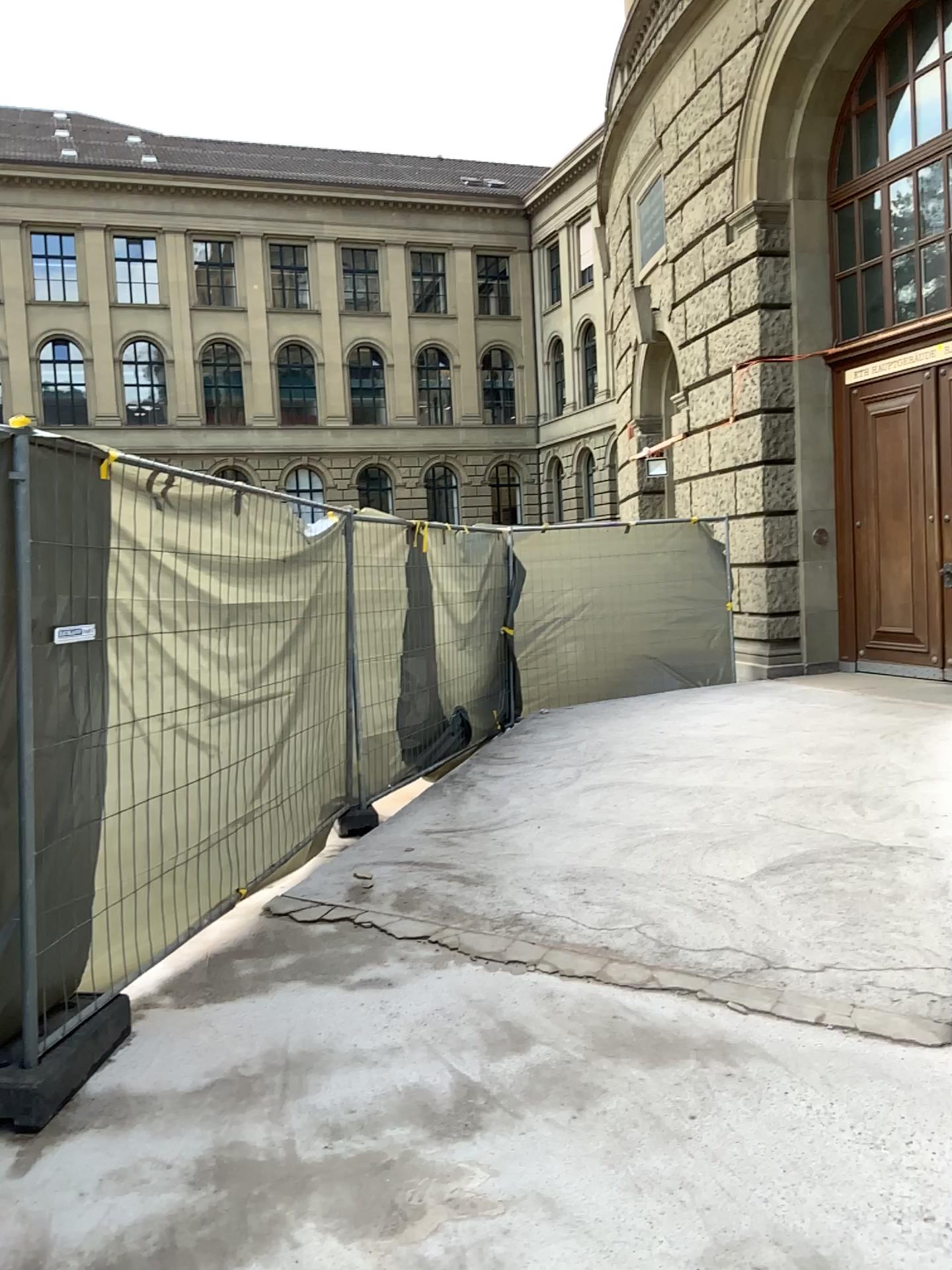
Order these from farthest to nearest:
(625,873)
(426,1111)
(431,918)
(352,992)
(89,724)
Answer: (625,873) < (431,918) < (352,992) < (89,724) < (426,1111)
